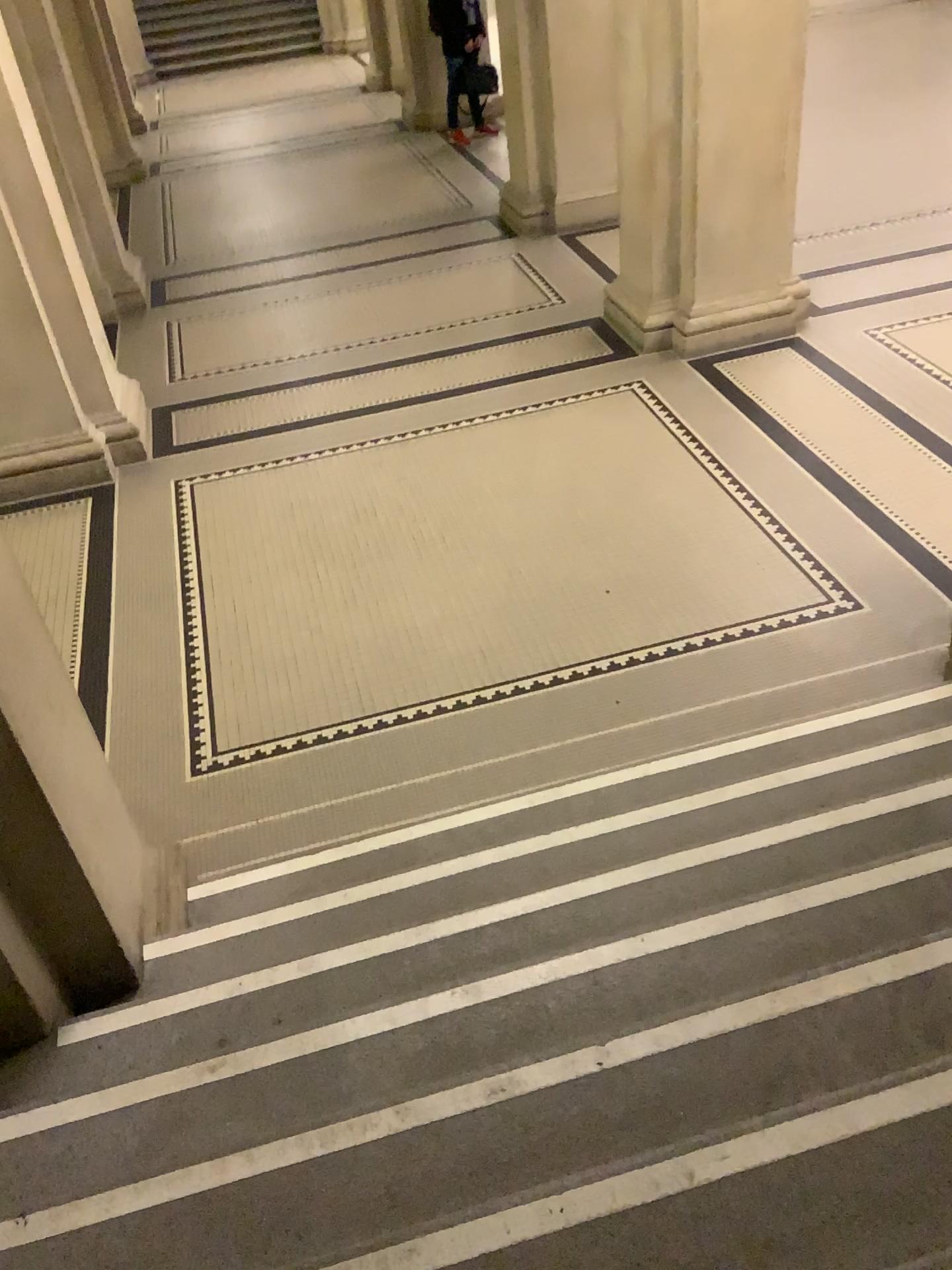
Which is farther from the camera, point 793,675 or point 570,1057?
point 793,675
